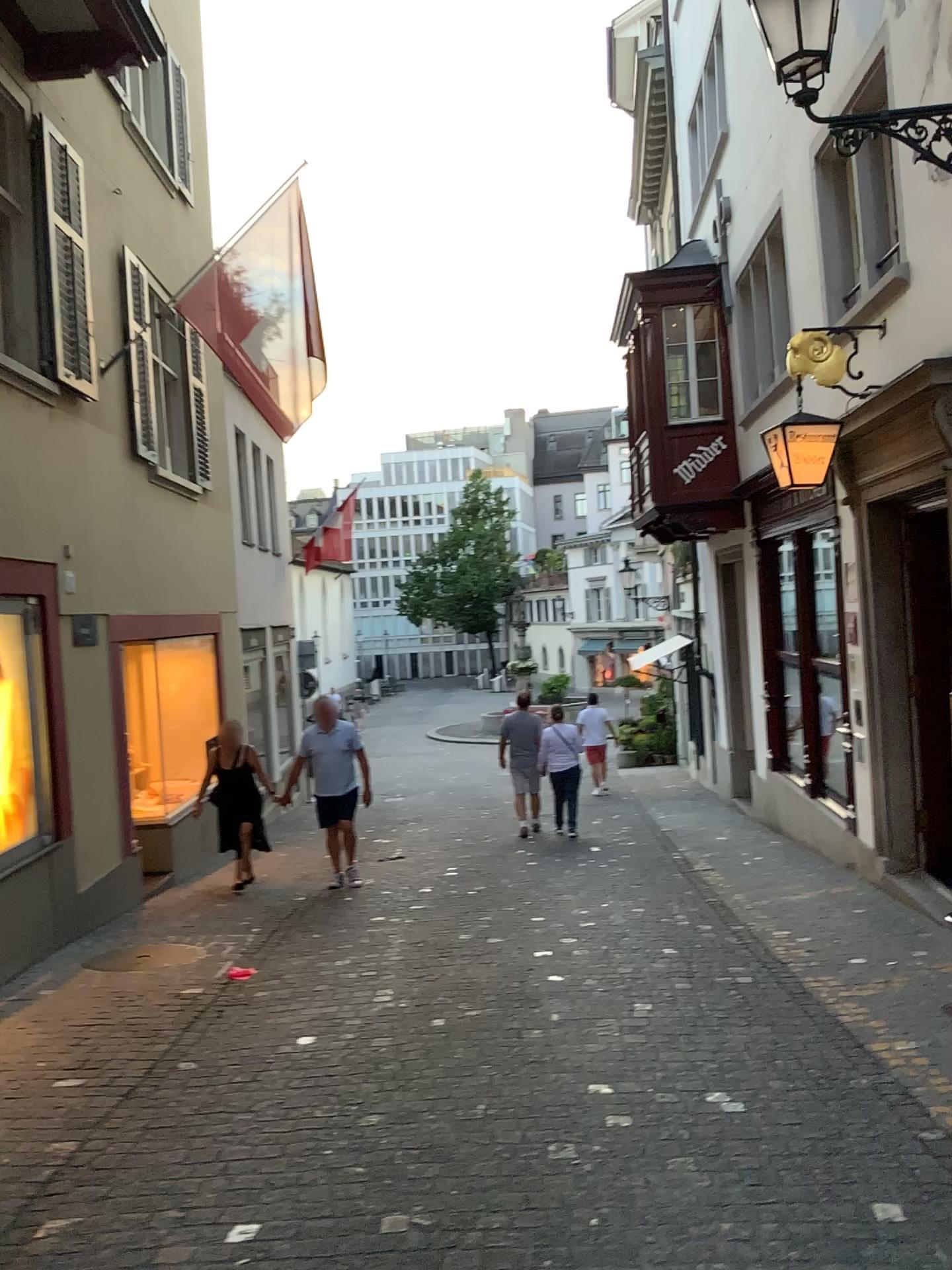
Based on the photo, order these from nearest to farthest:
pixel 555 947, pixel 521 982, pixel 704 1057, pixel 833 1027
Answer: pixel 704 1057
pixel 833 1027
pixel 521 982
pixel 555 947
